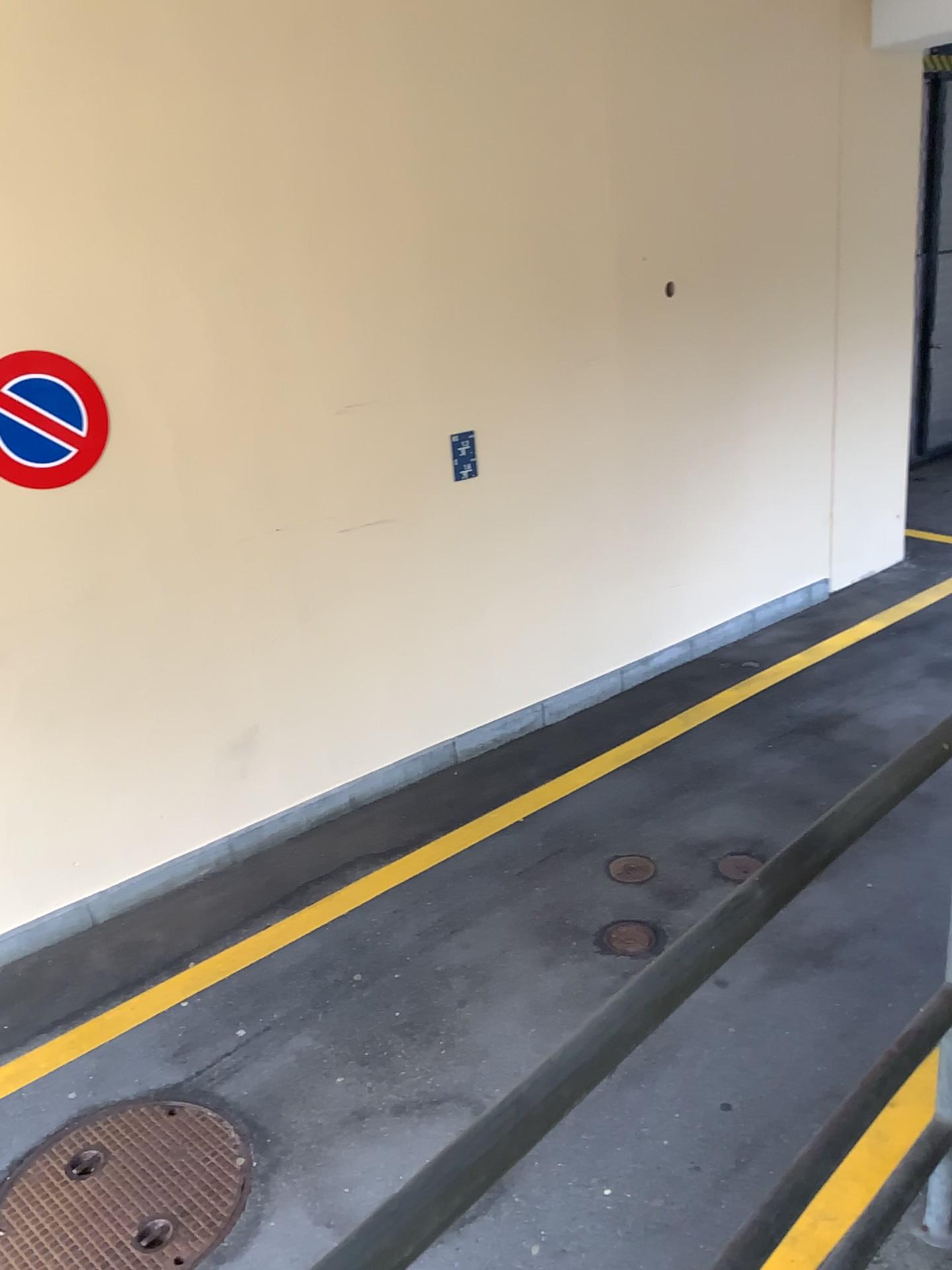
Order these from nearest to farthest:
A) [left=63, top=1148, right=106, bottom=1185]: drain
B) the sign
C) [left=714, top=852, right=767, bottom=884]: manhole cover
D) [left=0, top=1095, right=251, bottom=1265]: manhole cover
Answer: [left=0, top=1095, right=251, bottom=1265]: manhole cover → [left=63, top=1148, right=106, bottom=1185]: drain → the sign → [left=714, top=852, right=767, bottom=884]: manhole cover

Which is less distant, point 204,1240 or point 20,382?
point 204,1240

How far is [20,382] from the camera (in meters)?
3.75

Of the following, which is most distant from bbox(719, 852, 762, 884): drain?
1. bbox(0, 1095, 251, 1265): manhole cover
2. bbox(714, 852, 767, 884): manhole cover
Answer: bbox(0, 1095, 251, 1265): manhole cover

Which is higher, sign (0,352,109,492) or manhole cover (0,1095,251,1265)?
sign (0,352,109,492)

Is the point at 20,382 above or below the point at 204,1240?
above

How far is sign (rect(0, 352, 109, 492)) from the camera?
3.75m

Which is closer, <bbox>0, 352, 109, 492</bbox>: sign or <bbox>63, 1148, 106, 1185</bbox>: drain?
<bbox>63, 1148, 106, 1185</bbox>: drain

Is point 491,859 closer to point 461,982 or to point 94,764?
point 461,982

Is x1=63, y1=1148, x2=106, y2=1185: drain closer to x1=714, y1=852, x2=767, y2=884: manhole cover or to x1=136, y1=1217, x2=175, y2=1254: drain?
x1=136, y1=1217, x2=175, y2=1254: drain
